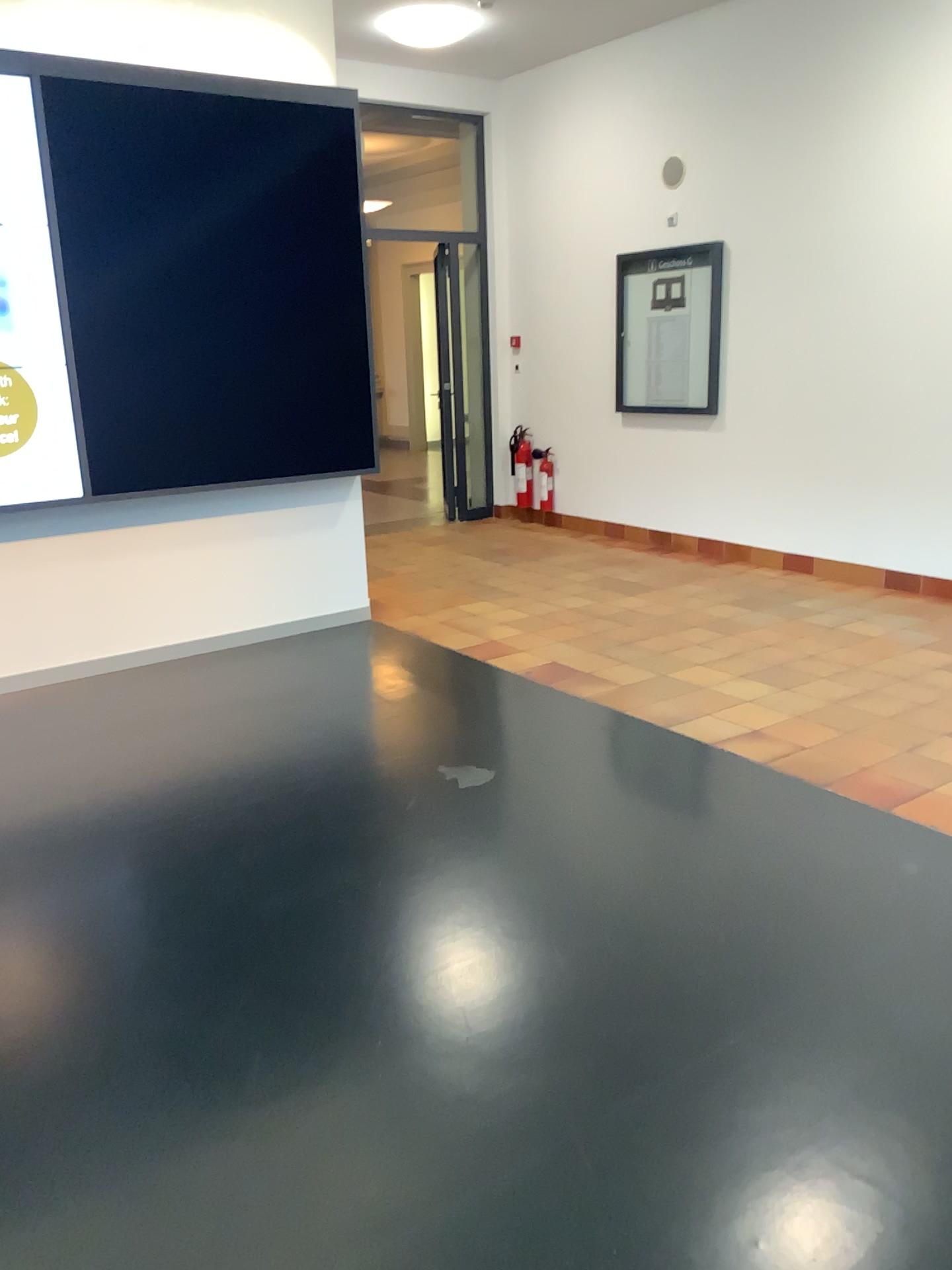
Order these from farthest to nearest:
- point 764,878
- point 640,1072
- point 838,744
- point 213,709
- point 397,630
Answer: point 397,630 < point 213,709 < point 838,744 < point 764,878 < point 640,1072
